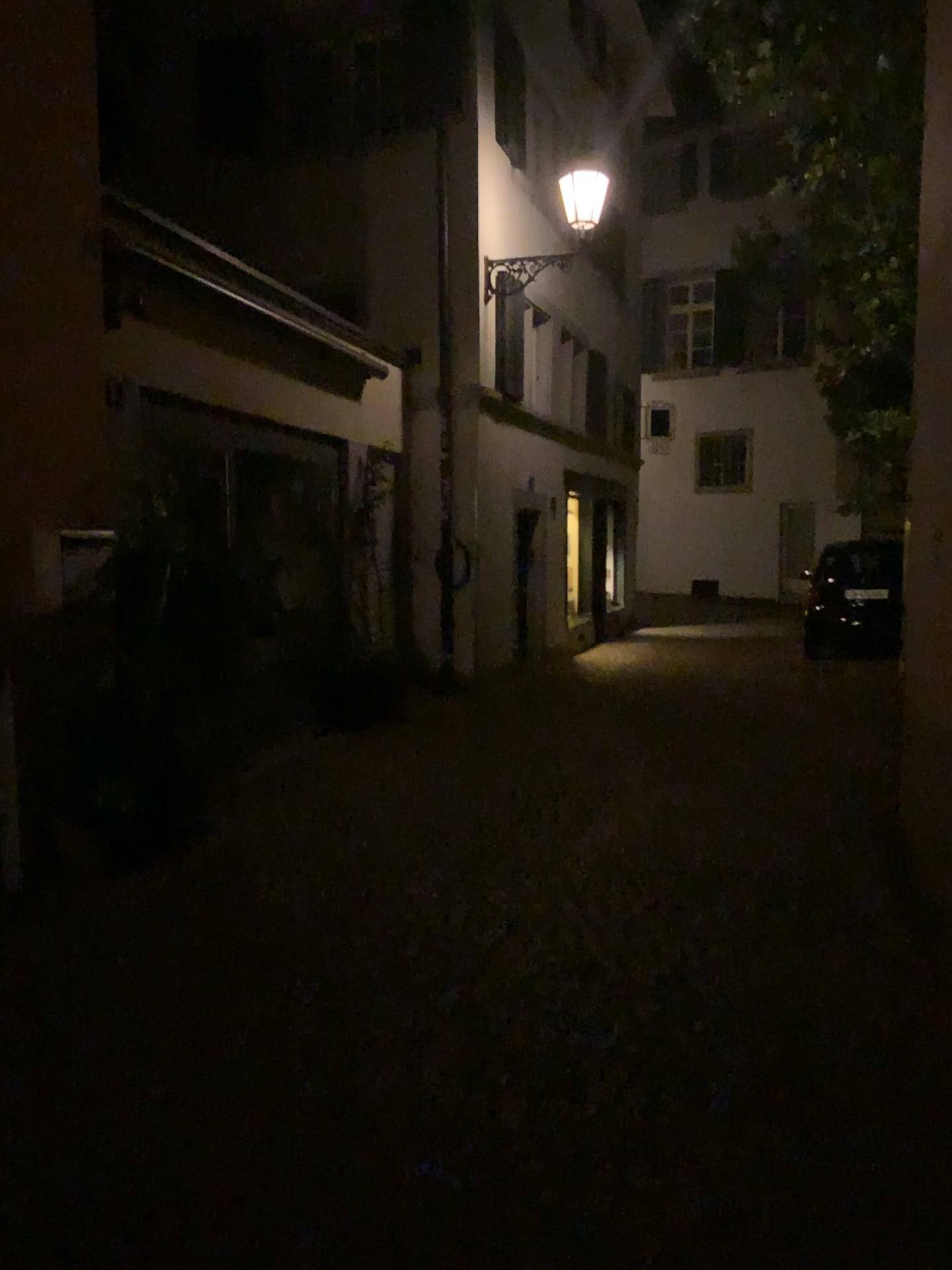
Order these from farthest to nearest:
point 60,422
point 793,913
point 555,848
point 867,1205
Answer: point 555,848 → point 60,422 → point 793,913 → point 867,1205
